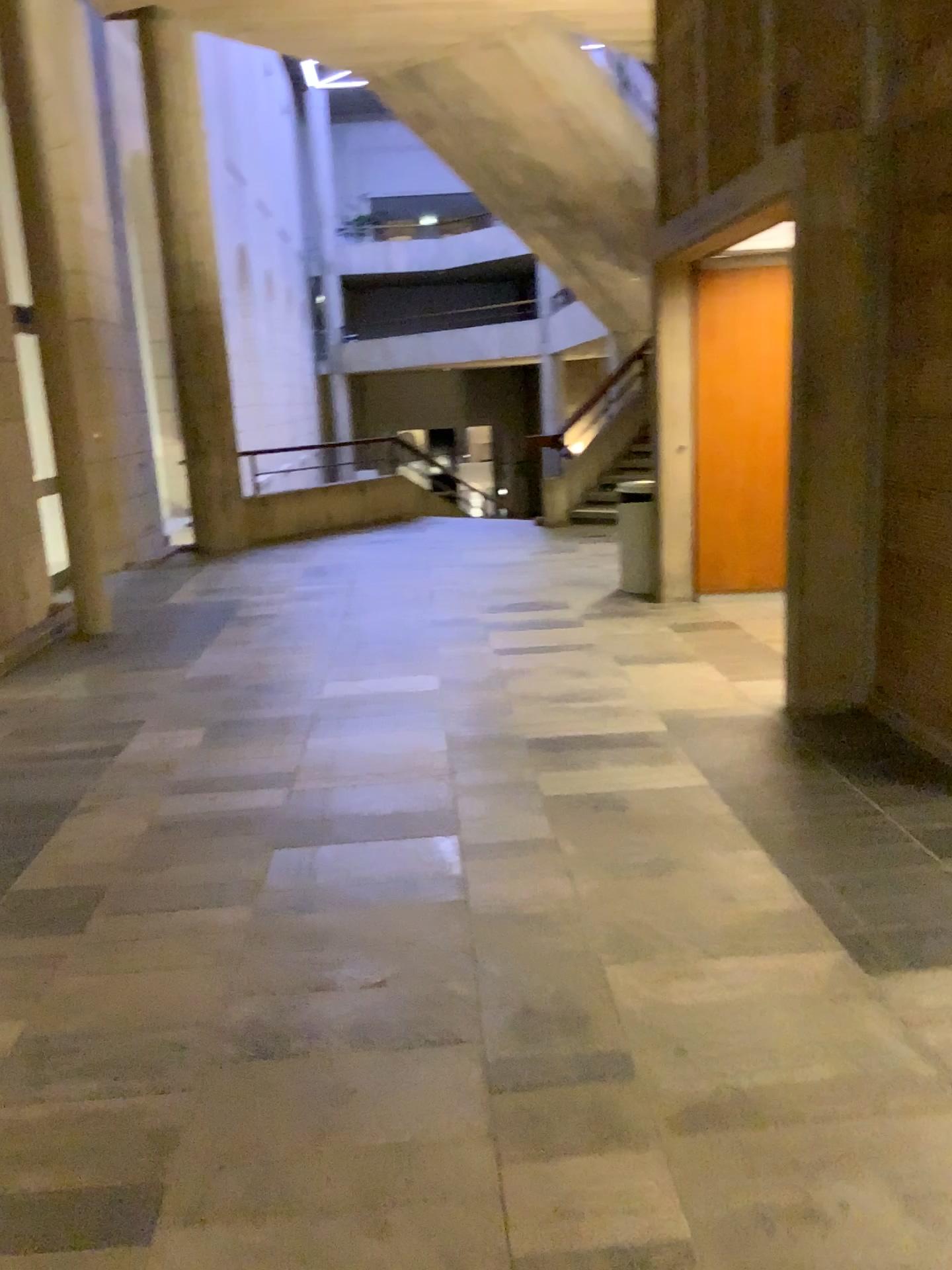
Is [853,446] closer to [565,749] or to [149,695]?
[565,749]
